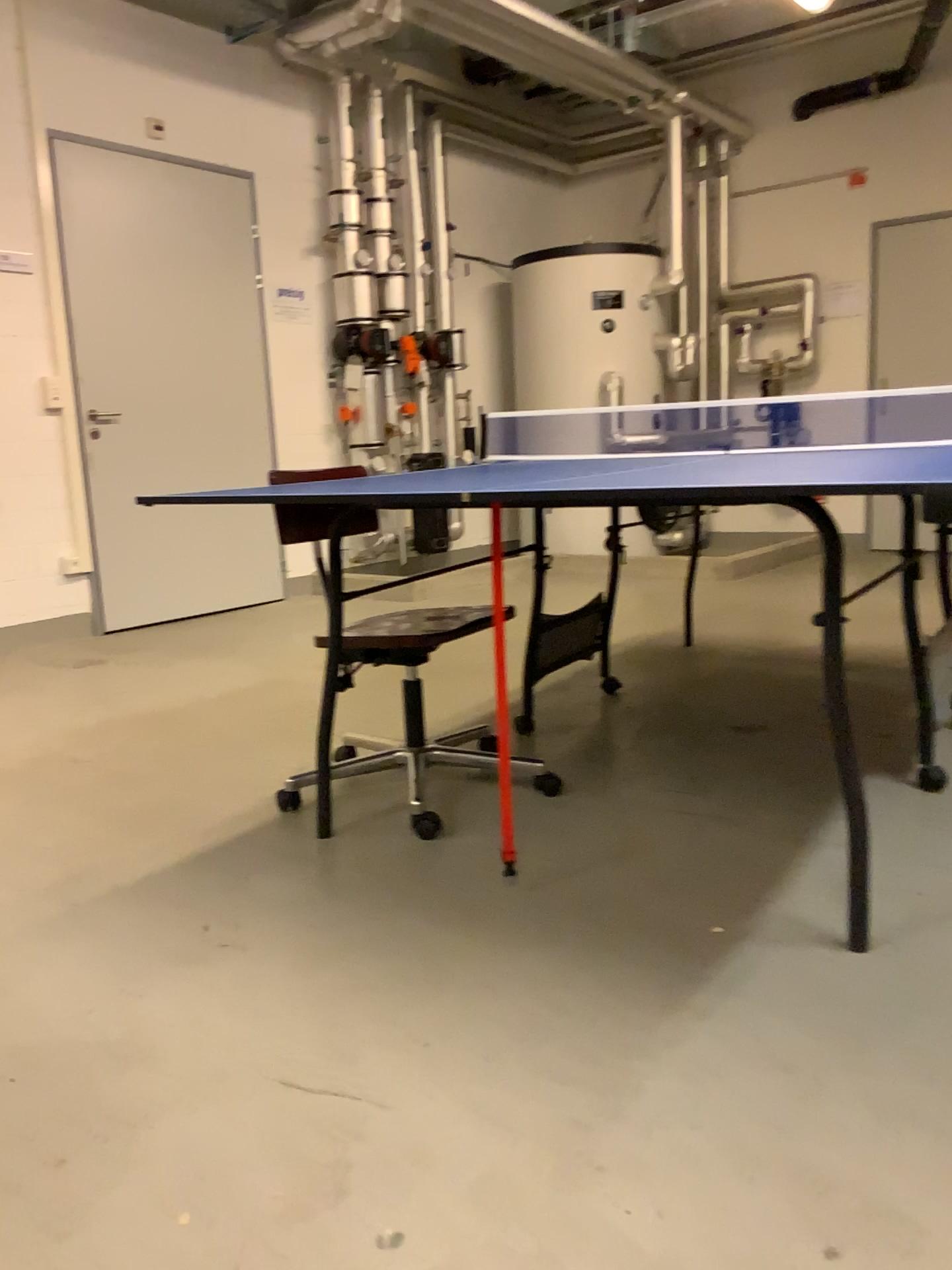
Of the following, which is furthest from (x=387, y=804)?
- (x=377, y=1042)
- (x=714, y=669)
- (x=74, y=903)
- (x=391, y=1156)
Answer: (x=714, y=669)
